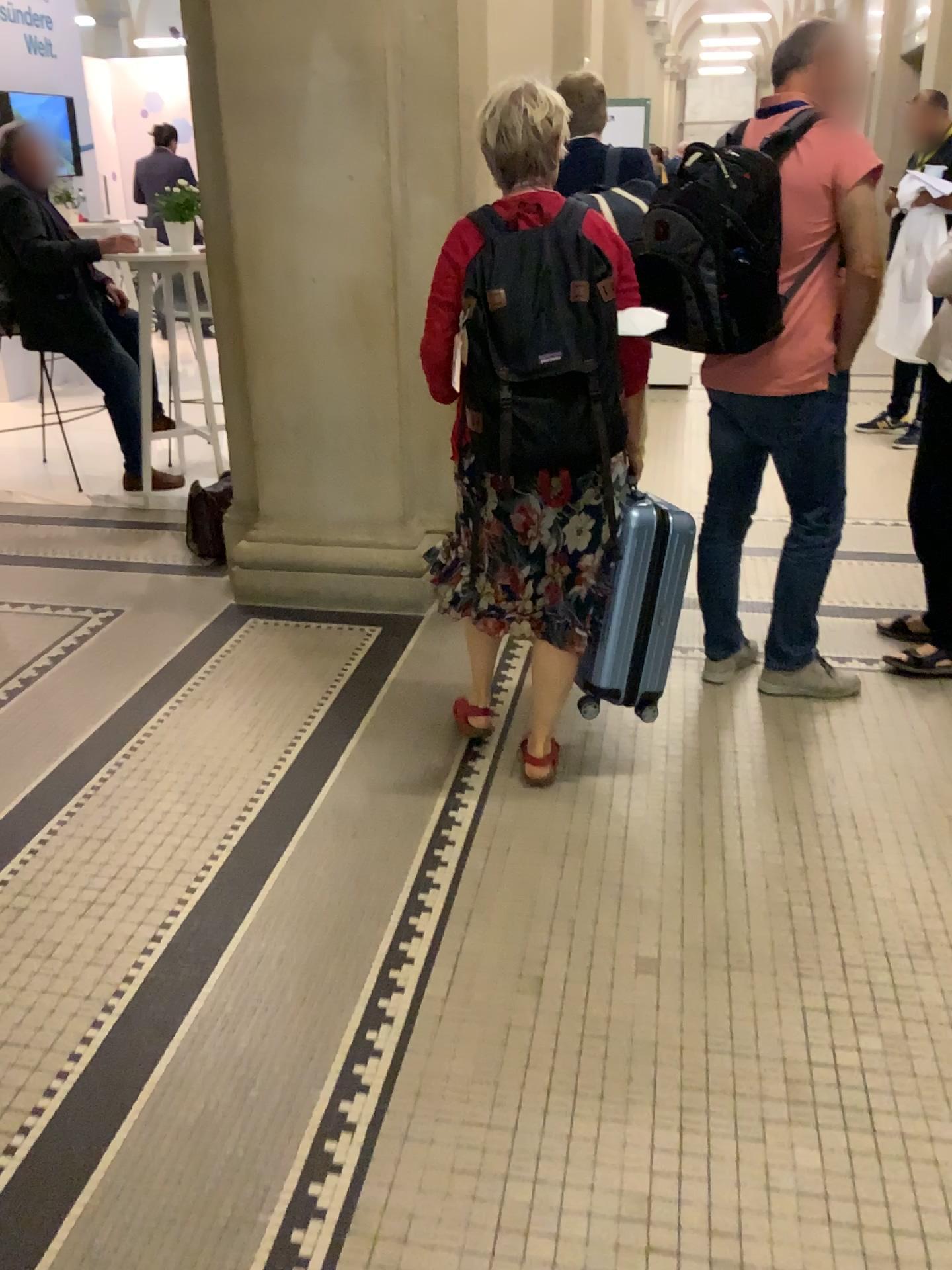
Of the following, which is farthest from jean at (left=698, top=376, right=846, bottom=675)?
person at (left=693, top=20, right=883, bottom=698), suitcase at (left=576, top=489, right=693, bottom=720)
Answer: suitcase at (left=576, top=489, right=693, bottom=720)

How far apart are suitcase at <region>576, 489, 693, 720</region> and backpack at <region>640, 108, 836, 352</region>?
0.46m

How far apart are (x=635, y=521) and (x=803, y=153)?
1.0m

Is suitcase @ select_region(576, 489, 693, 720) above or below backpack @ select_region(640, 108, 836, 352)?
below

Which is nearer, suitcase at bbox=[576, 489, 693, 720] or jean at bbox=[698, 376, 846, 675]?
suitcase at bbox=[576, 489, 693, 720]

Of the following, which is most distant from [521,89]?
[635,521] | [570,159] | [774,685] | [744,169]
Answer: [774,685]

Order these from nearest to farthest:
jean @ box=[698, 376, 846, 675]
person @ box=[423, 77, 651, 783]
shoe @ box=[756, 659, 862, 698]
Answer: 1. person @ box=[423, 77, 651, 783]
2. jean @ box=[698, 376, 846, 675]
3. shoe @ box=[756, 659, 862, 698]

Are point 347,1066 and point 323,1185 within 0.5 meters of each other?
yes

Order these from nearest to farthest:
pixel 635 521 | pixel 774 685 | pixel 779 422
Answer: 1. pixel 635 521
2. pixel 779 422
3. pixel 774 685

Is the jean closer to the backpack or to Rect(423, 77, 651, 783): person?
the backpack
